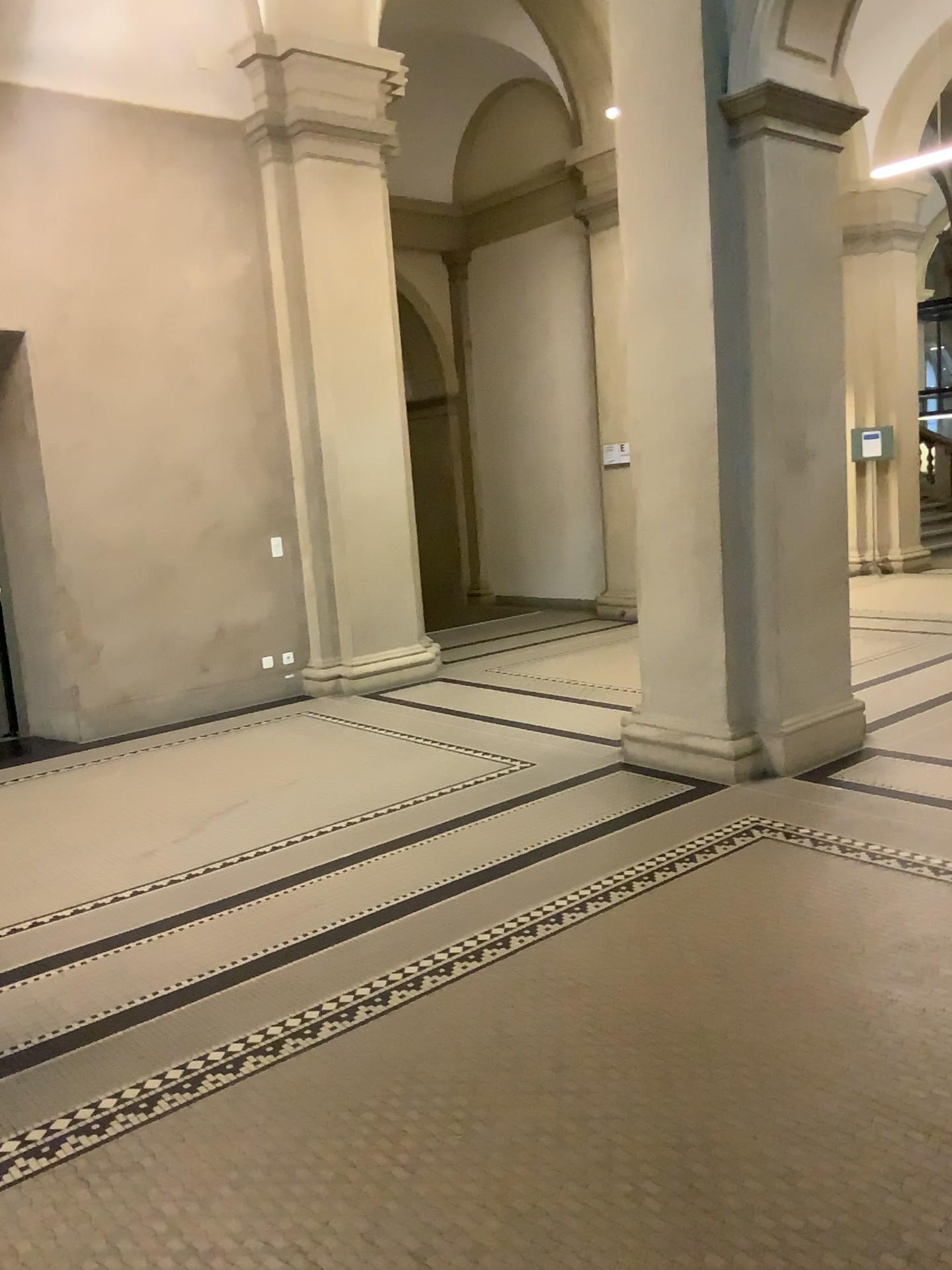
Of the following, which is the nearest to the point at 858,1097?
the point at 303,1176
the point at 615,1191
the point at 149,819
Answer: the point at 615,1191
